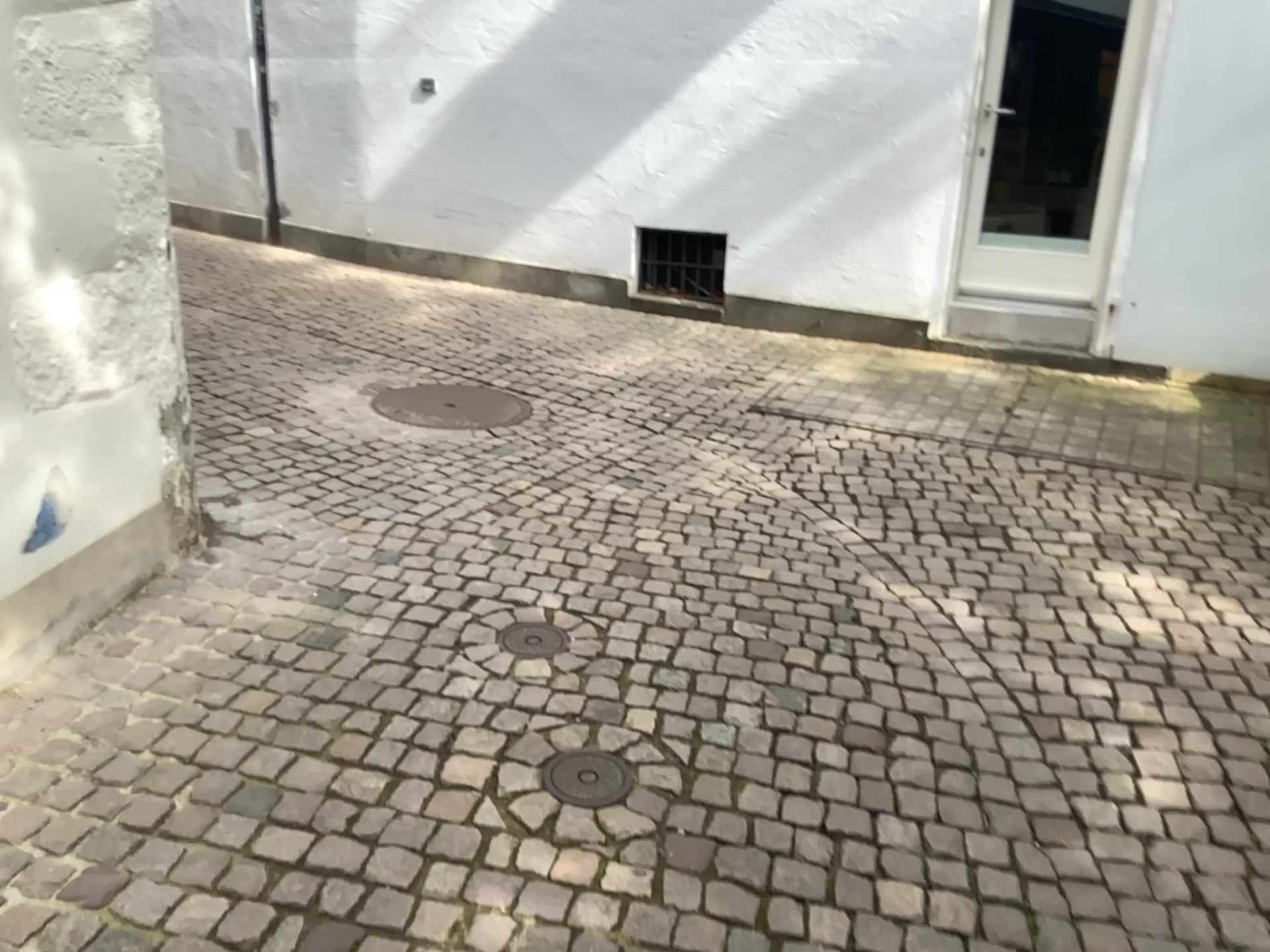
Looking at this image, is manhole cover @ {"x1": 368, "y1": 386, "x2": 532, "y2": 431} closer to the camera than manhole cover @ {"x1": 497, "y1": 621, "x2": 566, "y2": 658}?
No

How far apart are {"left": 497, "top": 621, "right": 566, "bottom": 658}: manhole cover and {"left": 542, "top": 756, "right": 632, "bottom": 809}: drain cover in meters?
0.5

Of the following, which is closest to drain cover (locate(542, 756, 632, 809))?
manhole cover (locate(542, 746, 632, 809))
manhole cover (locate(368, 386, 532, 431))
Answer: manhole cover (locate(542, 746, 632, 809))

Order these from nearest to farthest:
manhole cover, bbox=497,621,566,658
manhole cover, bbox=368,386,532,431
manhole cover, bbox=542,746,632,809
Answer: manhole cover, bbox=542,746,632,809
manhole cover, bbox=497,621,566,658
manhole cover, bbox=368,386,532,431

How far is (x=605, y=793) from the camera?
2.23m

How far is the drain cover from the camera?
2.23m

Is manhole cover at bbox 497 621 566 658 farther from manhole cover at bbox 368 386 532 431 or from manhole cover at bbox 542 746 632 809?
manhole cover at bbox 368 386 532 431

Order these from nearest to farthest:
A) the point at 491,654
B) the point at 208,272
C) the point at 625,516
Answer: the point at 491,654 < the point at 625,516 < the point at 208,272

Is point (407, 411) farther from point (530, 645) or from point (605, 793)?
point (605, 793)

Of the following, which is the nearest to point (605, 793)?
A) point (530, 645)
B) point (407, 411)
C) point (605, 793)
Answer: point (605, 793)
